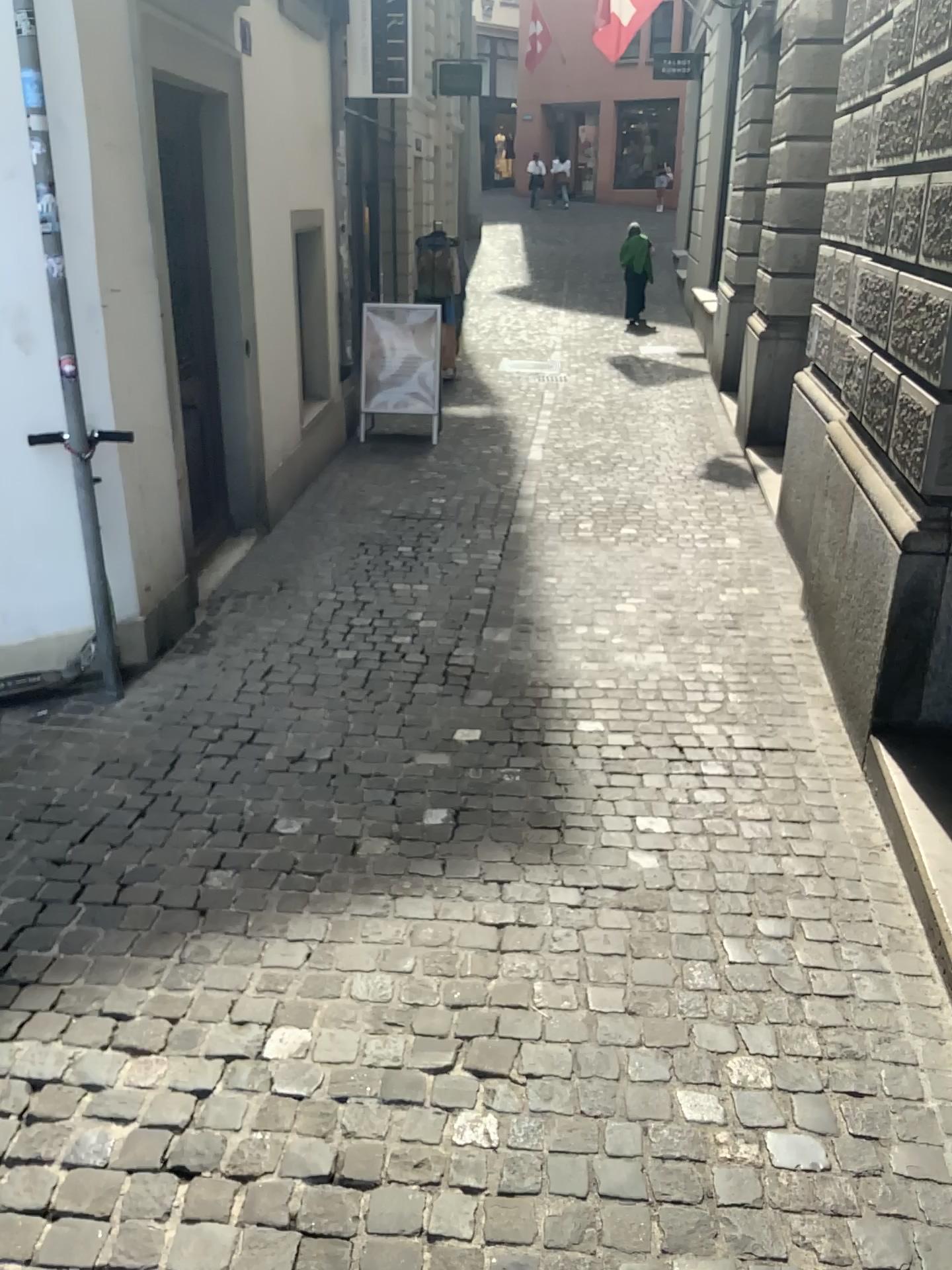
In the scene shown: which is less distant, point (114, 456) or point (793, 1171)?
point (793, 1171)
